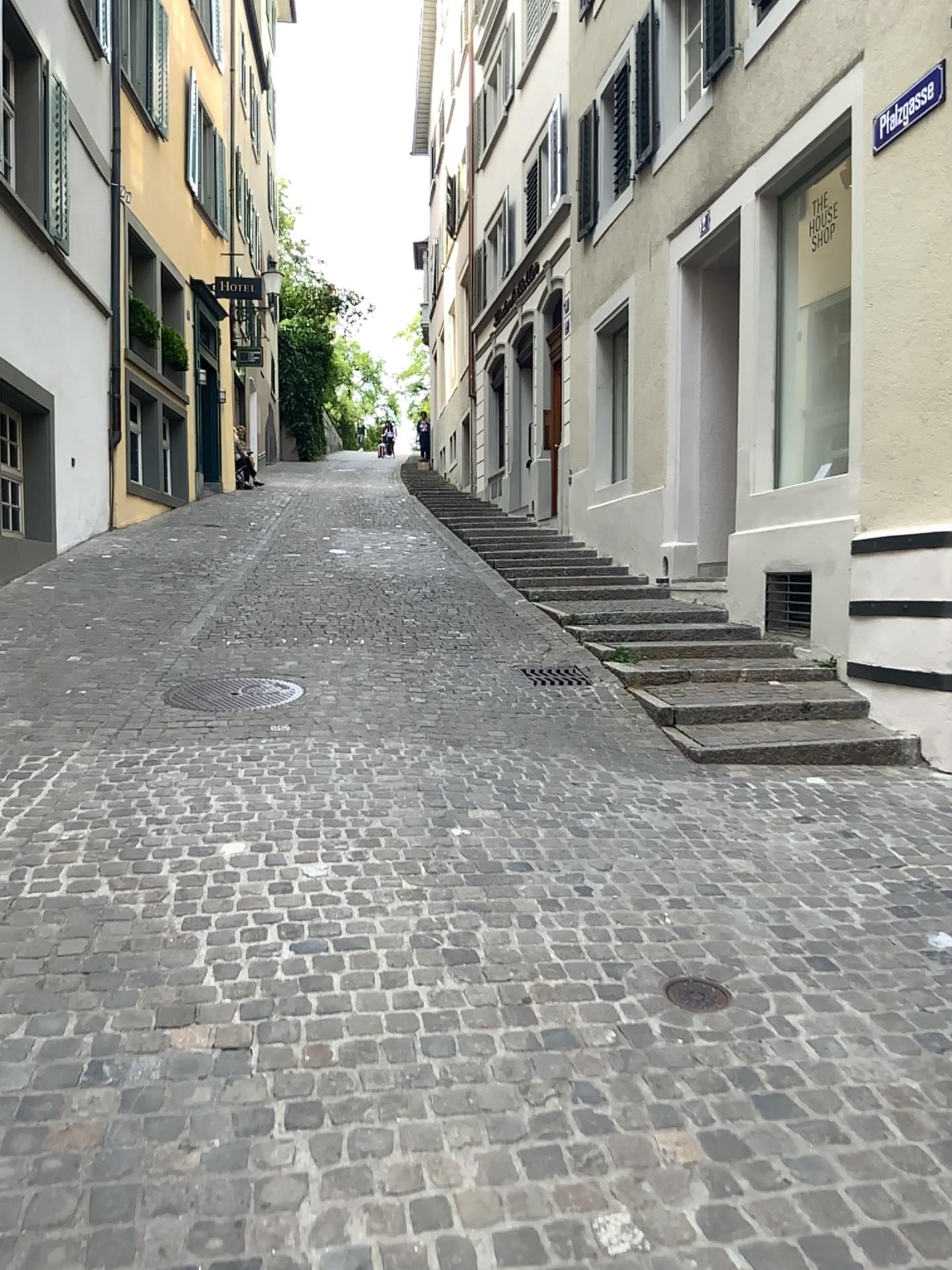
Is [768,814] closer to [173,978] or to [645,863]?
[645,863]
